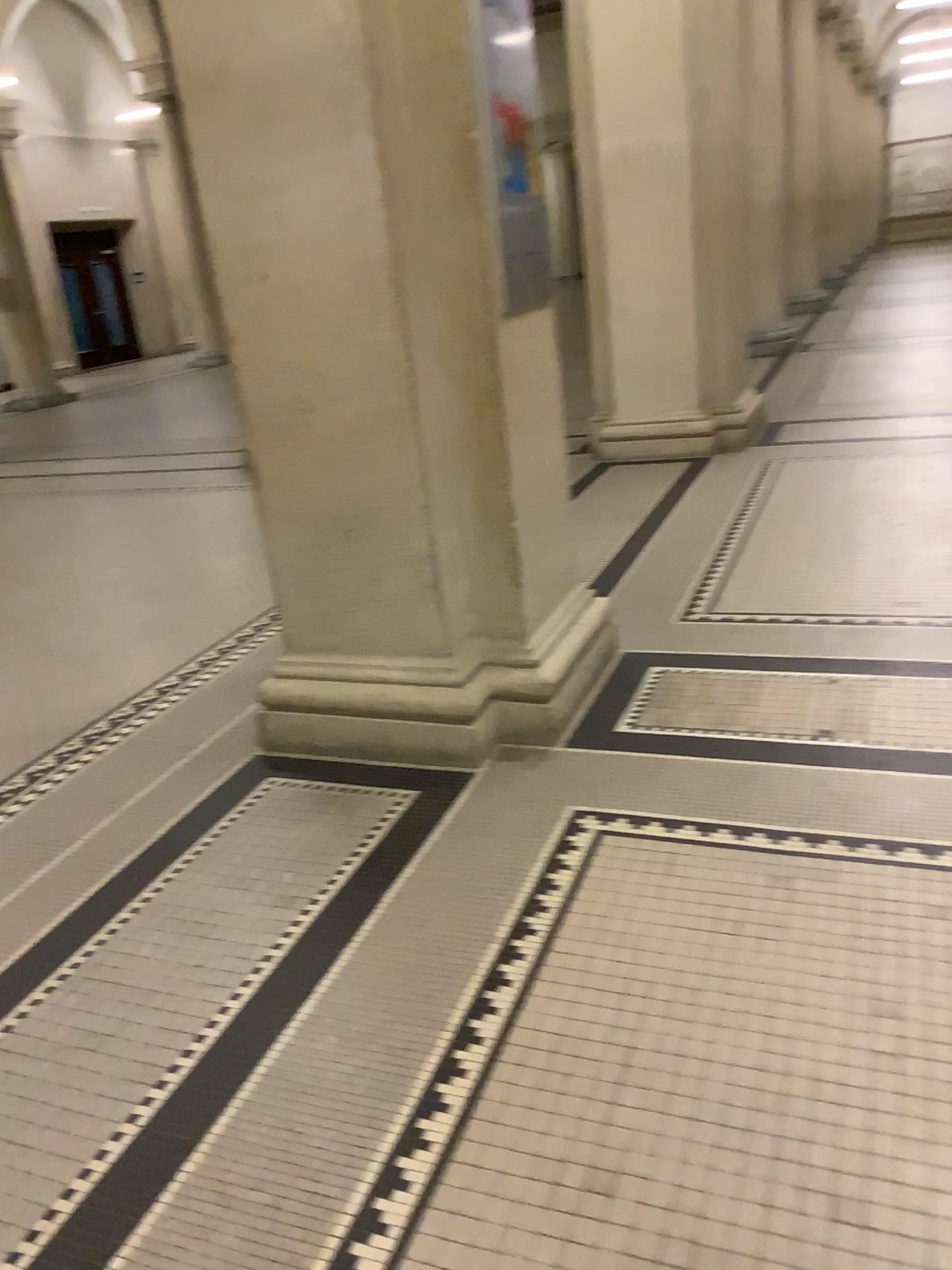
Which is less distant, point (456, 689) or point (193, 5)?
point (193, 5)

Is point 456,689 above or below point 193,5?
below

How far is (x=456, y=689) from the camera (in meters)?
2.92

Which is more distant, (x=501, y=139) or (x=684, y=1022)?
(x=501, y=139)

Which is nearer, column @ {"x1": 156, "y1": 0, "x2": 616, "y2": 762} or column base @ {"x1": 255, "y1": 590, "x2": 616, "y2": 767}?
column @ {"x1": 156, "y1": 0, "x2": 616, "y2": 762}

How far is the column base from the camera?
2.92m
